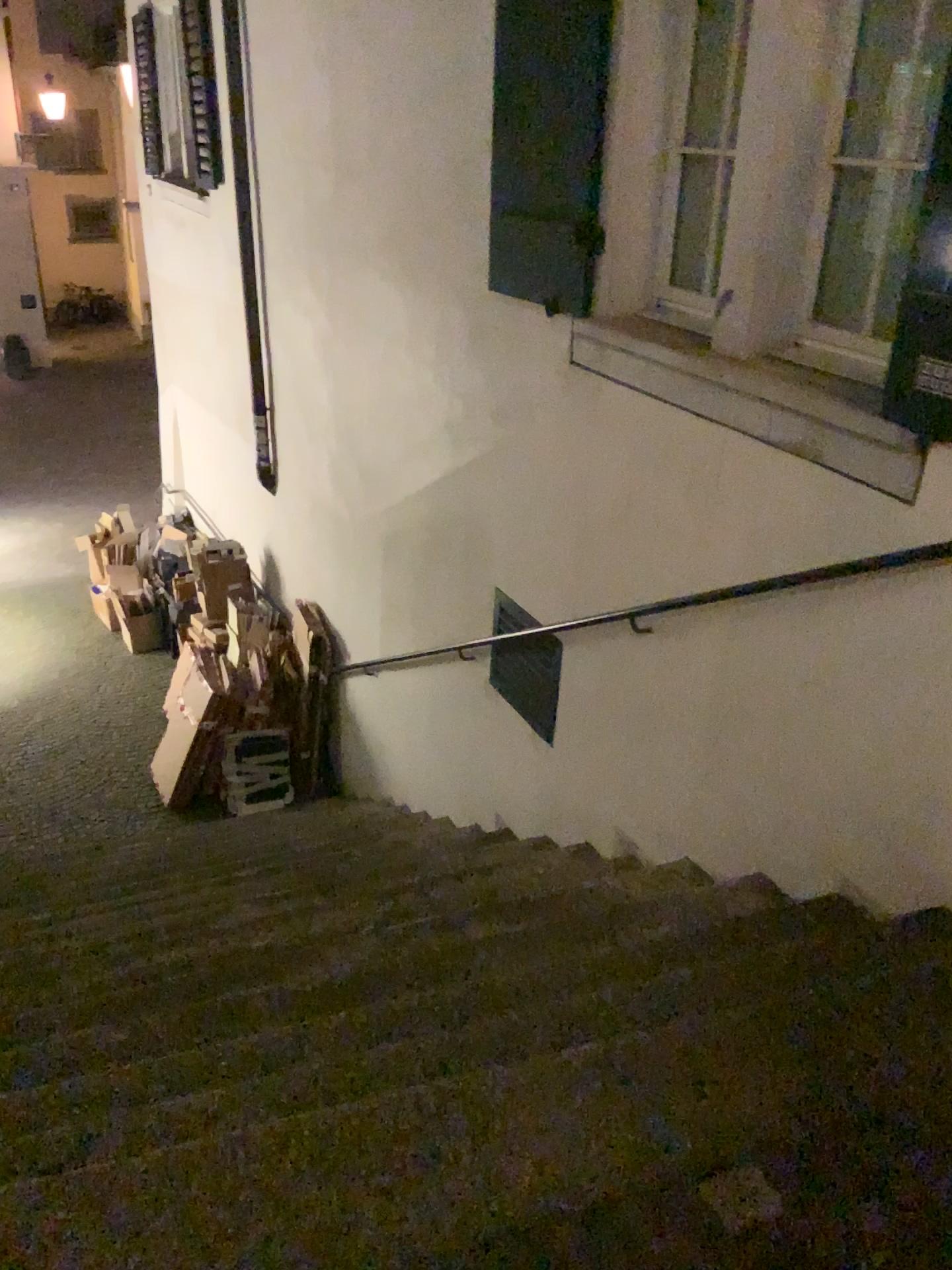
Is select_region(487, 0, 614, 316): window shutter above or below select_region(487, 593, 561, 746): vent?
above

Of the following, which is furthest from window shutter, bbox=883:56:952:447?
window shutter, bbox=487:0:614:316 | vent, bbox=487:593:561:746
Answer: vent, bbox=487:593:561:746

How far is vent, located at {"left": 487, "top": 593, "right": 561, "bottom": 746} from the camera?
4.16m

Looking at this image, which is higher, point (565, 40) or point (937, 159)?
point (565, 40)

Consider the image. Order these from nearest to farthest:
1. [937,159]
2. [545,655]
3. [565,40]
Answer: [937,159]
[565,40]
[545,655]

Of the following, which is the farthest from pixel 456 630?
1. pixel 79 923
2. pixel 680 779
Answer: pixel 79 923

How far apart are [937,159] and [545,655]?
2.2m

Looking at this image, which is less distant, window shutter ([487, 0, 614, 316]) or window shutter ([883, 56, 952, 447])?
window shutter ([883, 56, 952, 447])

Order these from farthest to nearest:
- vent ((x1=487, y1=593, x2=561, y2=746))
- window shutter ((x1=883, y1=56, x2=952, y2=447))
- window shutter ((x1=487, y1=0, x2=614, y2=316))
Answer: Answer: vent ((x1=487, y1=593, x2=561, y2=746)) → window shutter ((x1=487, y1=0, x2=614, y2=316)) → window shutter ((x1=883, y1=56, x2=952, y2=447))

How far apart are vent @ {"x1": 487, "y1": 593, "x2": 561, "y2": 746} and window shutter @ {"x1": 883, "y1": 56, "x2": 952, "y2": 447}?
1.8 meters
